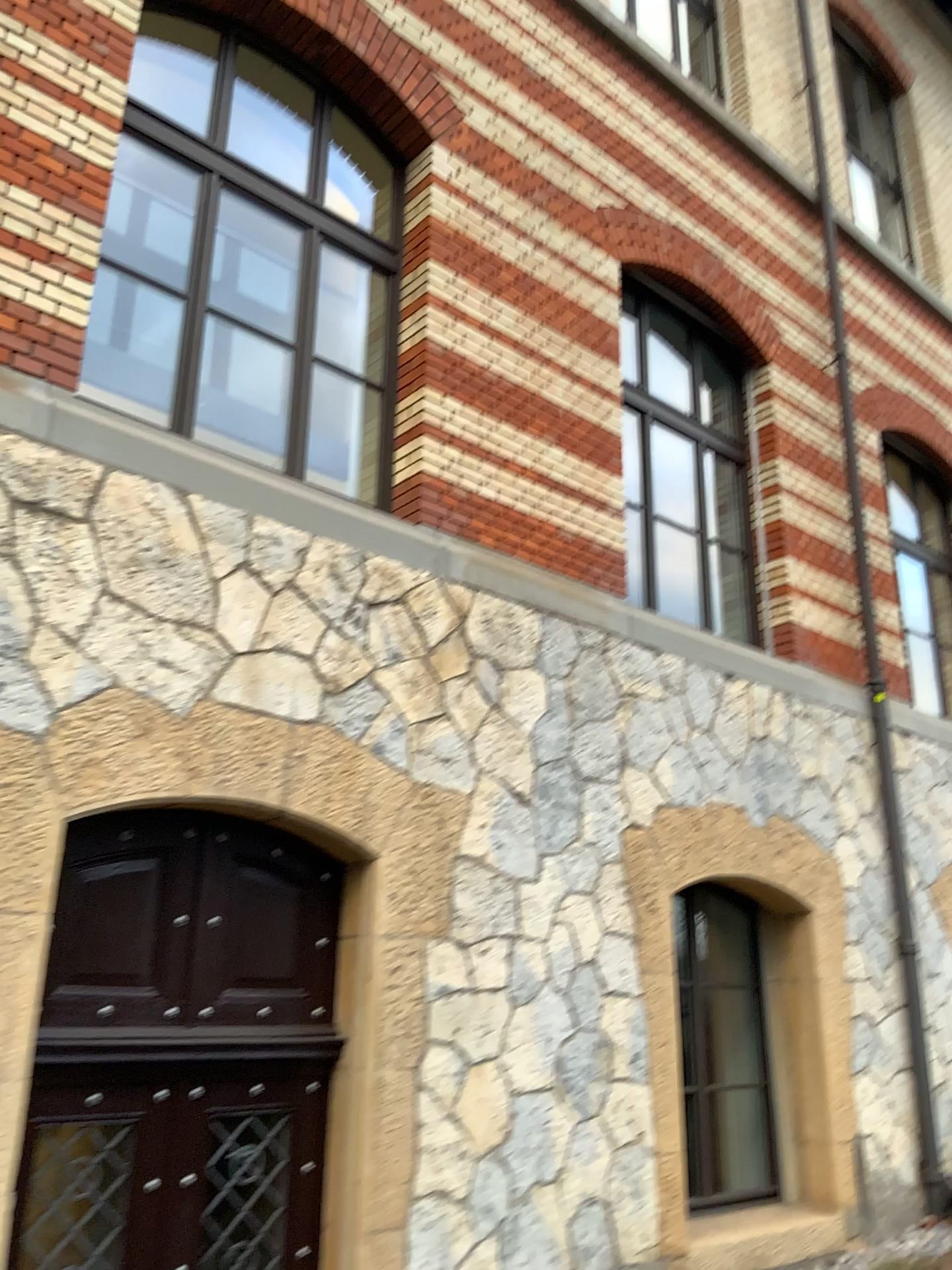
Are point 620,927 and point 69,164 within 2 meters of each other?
no
